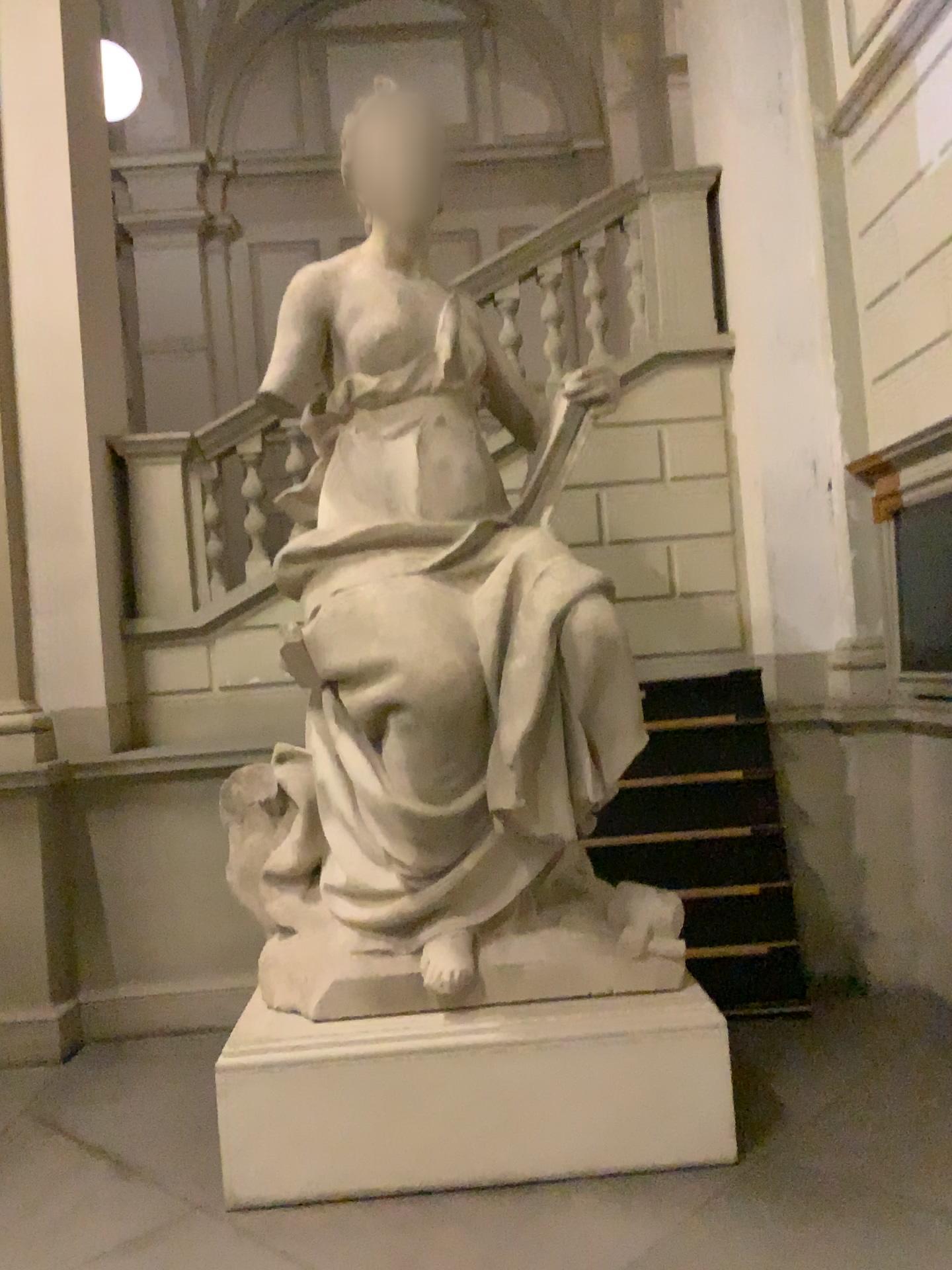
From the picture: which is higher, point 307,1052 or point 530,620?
point 530,620

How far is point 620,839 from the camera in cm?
464

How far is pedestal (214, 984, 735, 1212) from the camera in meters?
3.2

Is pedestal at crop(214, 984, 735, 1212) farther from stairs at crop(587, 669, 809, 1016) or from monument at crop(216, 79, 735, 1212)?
stairs at crop(587, 669, 809, 1016)

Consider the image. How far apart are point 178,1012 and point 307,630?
2.4 meters

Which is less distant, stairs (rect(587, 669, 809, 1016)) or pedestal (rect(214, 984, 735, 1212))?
pedestal (rect(214, 984, 735, 1212))

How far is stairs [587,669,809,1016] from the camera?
4.64m

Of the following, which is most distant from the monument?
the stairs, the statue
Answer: the stairs

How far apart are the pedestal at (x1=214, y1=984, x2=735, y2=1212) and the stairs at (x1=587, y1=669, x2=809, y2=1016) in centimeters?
130cm

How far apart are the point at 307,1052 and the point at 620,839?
1.9m
